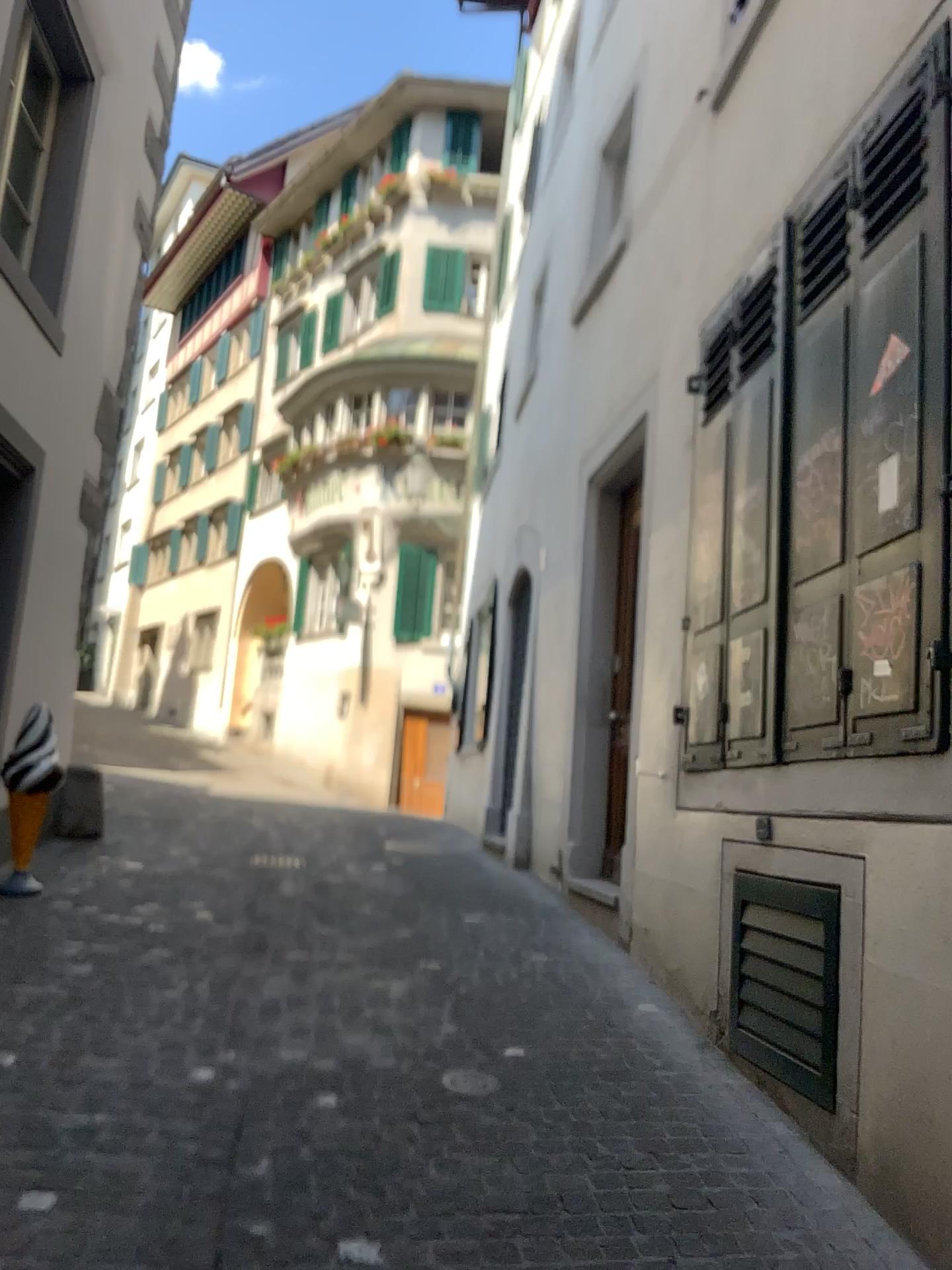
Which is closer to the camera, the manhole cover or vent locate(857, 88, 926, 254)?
vent locate(857, 88, 926, 254)

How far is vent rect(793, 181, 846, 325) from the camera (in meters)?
3.59

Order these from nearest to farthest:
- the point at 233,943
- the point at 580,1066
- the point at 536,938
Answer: the point at 580,1066 → the point at 233,943 → the point at 536,938

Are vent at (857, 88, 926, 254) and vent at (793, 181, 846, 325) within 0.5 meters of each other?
yes

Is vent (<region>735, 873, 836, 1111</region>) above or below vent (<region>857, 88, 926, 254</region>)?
below

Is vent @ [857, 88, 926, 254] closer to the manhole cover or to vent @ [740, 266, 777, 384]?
vent @ [740, 266, 777, 384]

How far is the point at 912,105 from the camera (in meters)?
3.03

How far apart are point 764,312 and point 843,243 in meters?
0.5

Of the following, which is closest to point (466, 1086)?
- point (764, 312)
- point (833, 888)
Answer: point (833, 888)

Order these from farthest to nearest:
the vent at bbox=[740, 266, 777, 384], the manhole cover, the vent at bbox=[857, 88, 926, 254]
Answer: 1. the vent at bbox=[740, 266, 777, 384]
2. the manhole cover
3. the vent at bbox=[857, 88, 926, 254]
